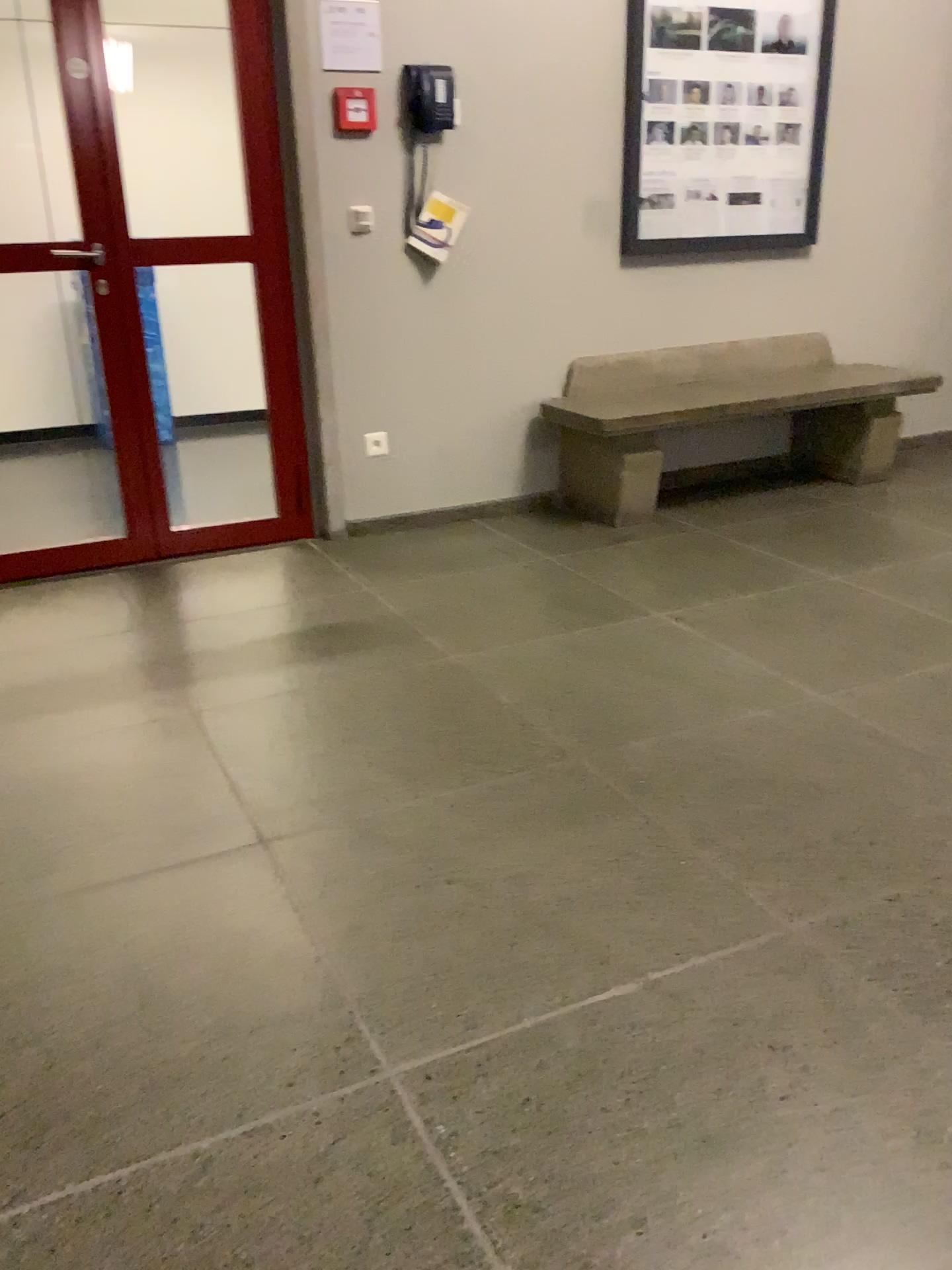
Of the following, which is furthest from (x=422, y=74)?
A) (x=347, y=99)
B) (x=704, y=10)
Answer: (x=704, y=10)

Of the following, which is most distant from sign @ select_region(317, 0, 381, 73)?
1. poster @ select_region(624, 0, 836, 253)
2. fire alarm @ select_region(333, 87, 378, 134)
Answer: poster @ select_region(624, 0, 836, 253)

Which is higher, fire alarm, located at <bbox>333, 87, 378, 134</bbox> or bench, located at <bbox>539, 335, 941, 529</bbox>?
fire alarm, located at <bbox>333, 87, 378, 134</bbox>

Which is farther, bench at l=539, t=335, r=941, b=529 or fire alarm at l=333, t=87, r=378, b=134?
bench at l=539, t=335, r=941, b=529

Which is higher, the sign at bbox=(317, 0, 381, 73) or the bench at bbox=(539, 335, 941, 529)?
the sign at bbox=(317, 0, 381, 73)

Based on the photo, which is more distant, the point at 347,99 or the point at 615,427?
the point at 615,427

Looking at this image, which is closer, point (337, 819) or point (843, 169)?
point (337, 819)

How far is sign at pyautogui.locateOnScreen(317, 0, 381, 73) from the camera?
3.5 meters

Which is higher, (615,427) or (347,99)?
(347,99)

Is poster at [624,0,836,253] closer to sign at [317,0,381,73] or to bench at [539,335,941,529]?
bench at [539,335,941,529]
